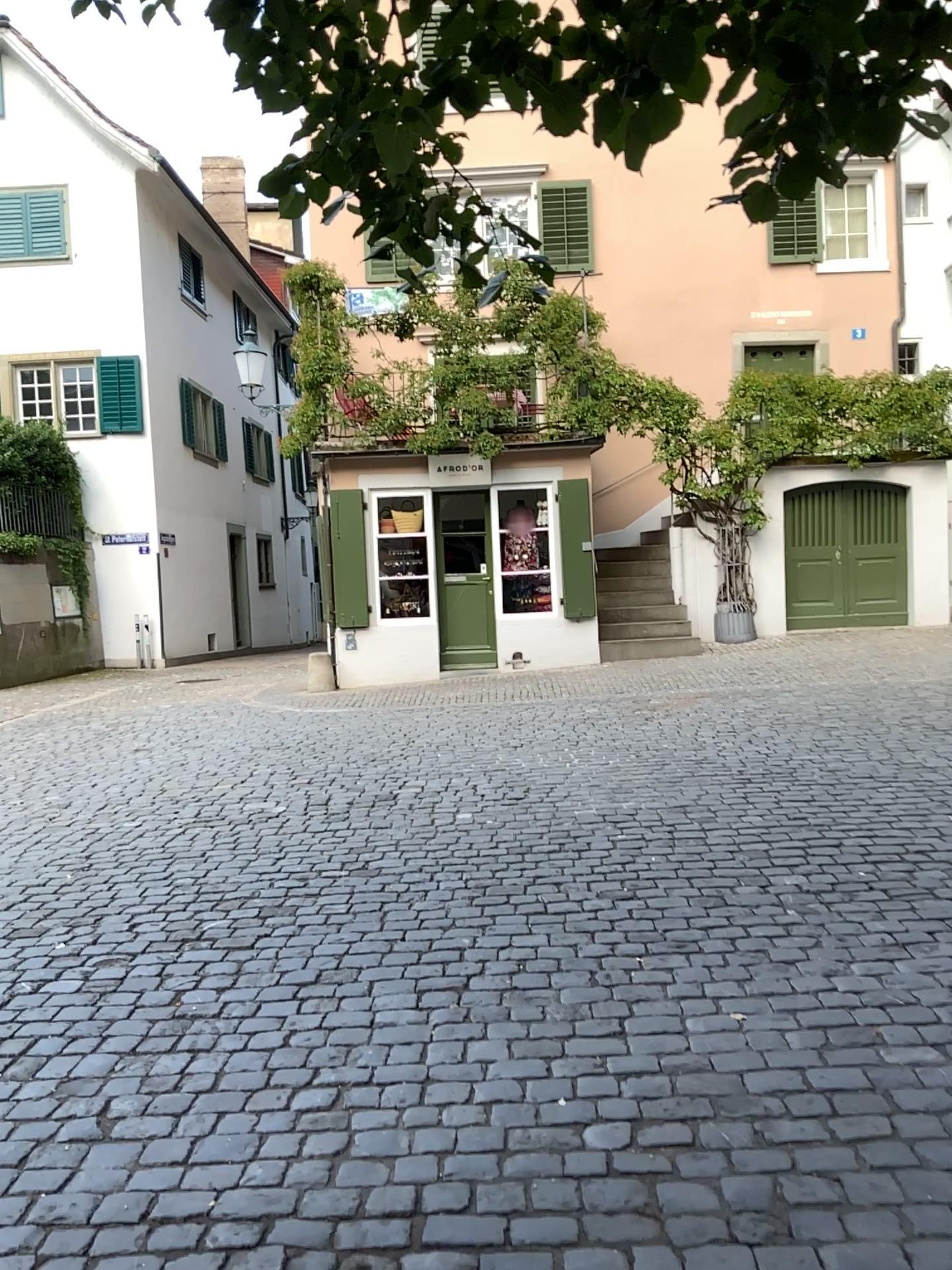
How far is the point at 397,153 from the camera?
2.2m
